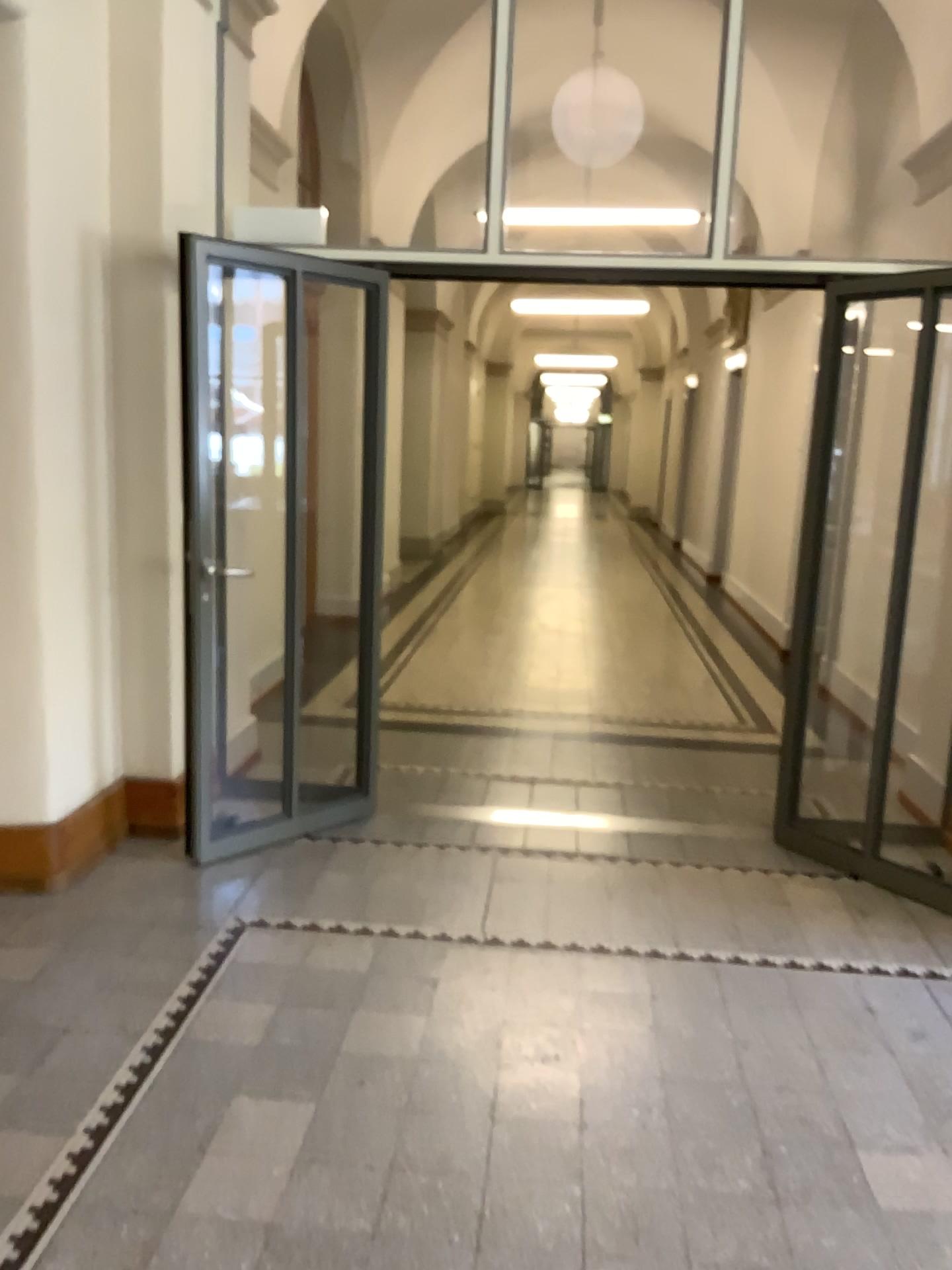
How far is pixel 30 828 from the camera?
3.5 meters

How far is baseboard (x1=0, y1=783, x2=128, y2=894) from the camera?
3.5m

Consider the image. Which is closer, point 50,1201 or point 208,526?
Result: point 50,1201
